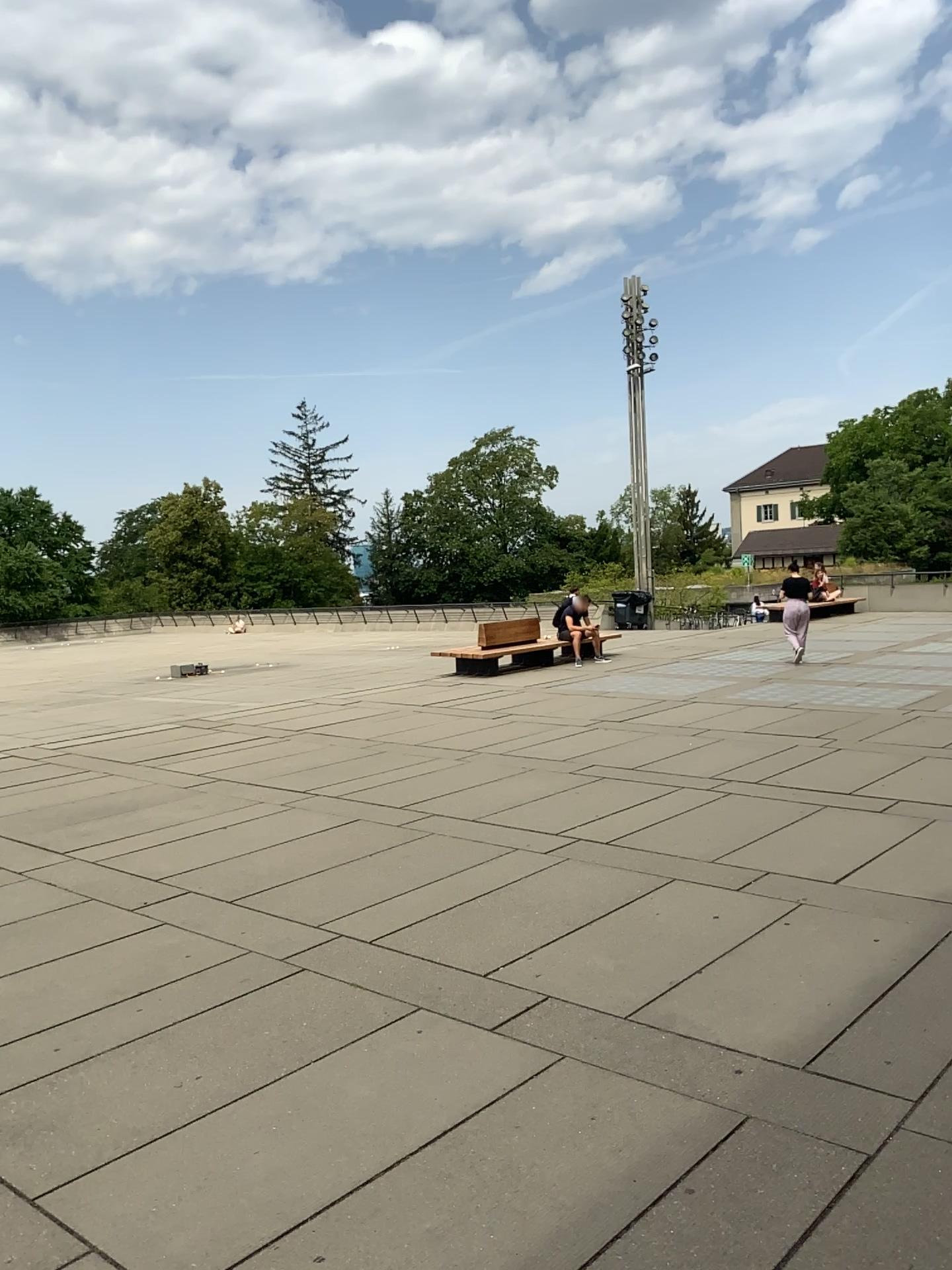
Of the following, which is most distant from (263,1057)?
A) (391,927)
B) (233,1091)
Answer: (391,927)
